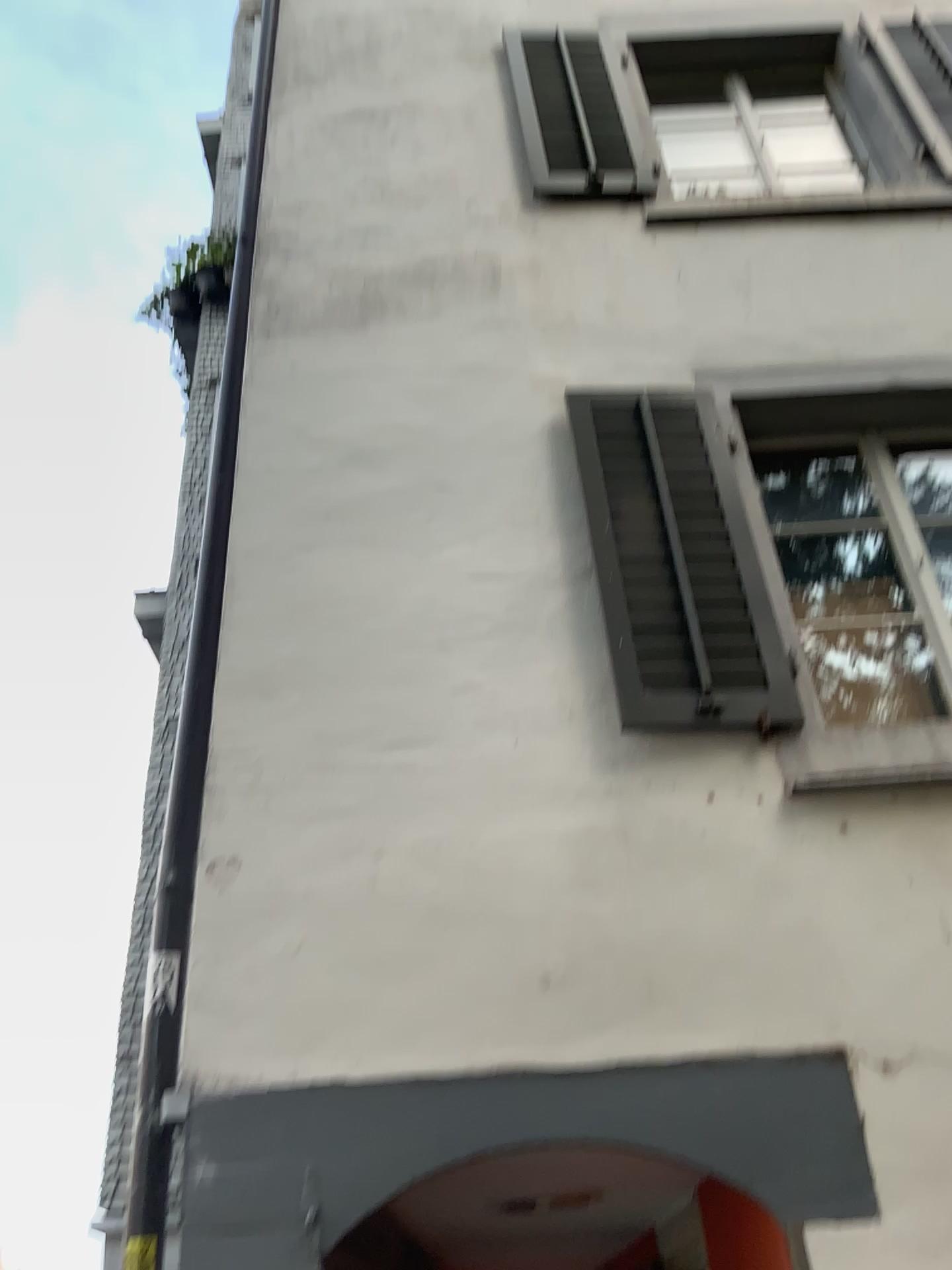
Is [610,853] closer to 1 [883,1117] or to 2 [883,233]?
1 [883,1117]
